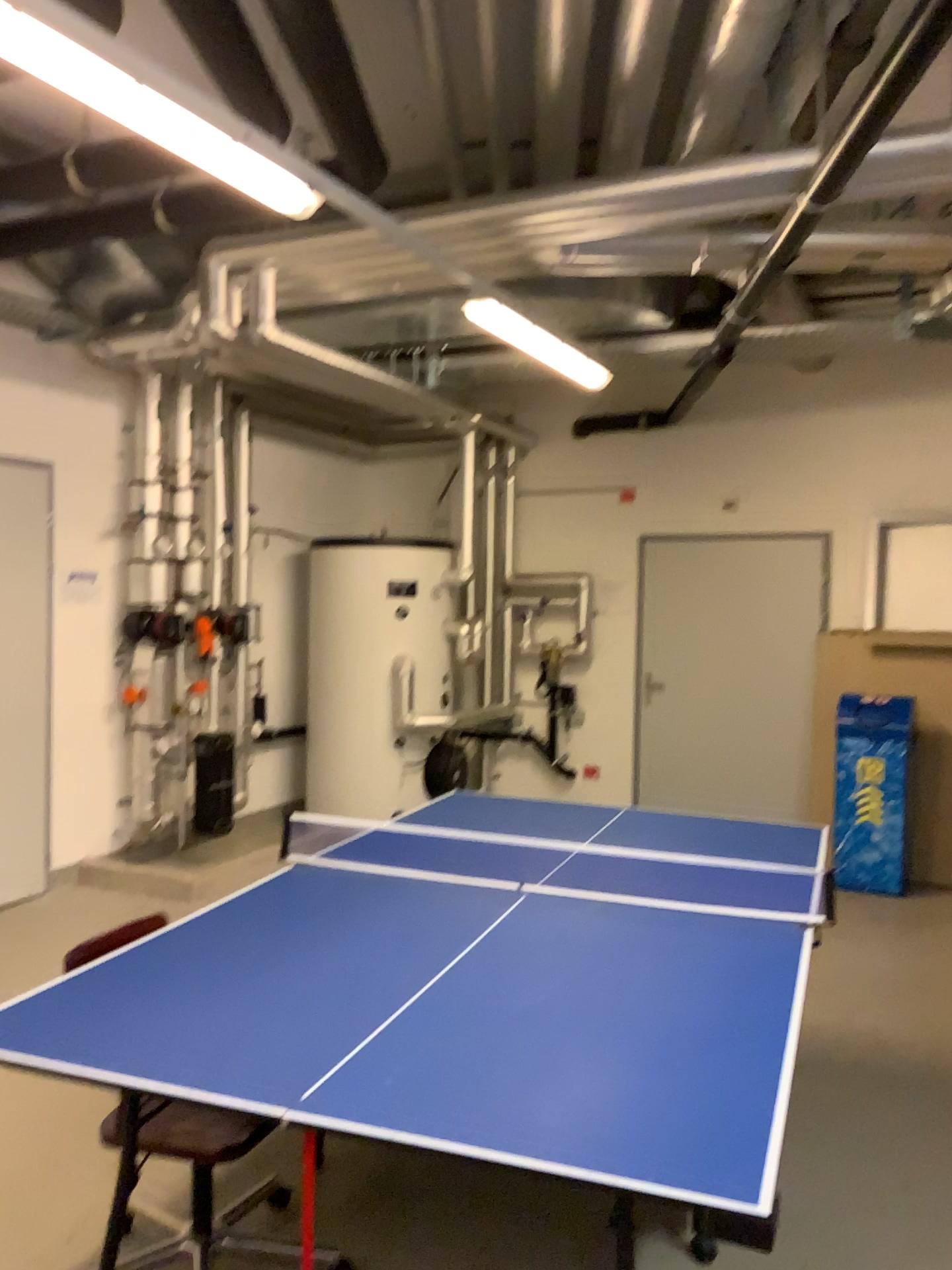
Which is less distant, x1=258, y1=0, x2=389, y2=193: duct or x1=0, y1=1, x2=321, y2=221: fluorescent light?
x1=0, y1=1, x2=321, y2=221: fluorescent light

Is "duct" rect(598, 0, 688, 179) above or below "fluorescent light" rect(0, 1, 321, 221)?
above

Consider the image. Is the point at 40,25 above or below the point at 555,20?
below

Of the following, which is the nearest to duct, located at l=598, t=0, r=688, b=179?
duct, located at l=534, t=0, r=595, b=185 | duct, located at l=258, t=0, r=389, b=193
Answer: duct, located at l=534, t=0, r=595, b=185

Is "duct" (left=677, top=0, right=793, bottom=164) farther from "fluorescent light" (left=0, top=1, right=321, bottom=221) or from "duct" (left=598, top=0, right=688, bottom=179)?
"fluorescent light" (left=0, top=1, right=321, bottom=221)

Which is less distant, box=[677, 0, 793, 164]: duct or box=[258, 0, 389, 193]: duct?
box=[258, 0, 389, 193]: duct

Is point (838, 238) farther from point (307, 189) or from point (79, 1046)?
point (79, 1046)

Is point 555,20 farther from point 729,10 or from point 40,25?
point 40,25

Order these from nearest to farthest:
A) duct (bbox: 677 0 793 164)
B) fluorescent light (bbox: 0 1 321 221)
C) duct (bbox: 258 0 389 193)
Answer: fluorescent light (bbox: 0 1 321 221) → duct (bbox: 258 0 389 193) → duct (bbox: 677 0 793 164)

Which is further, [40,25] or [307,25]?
[307,25]
